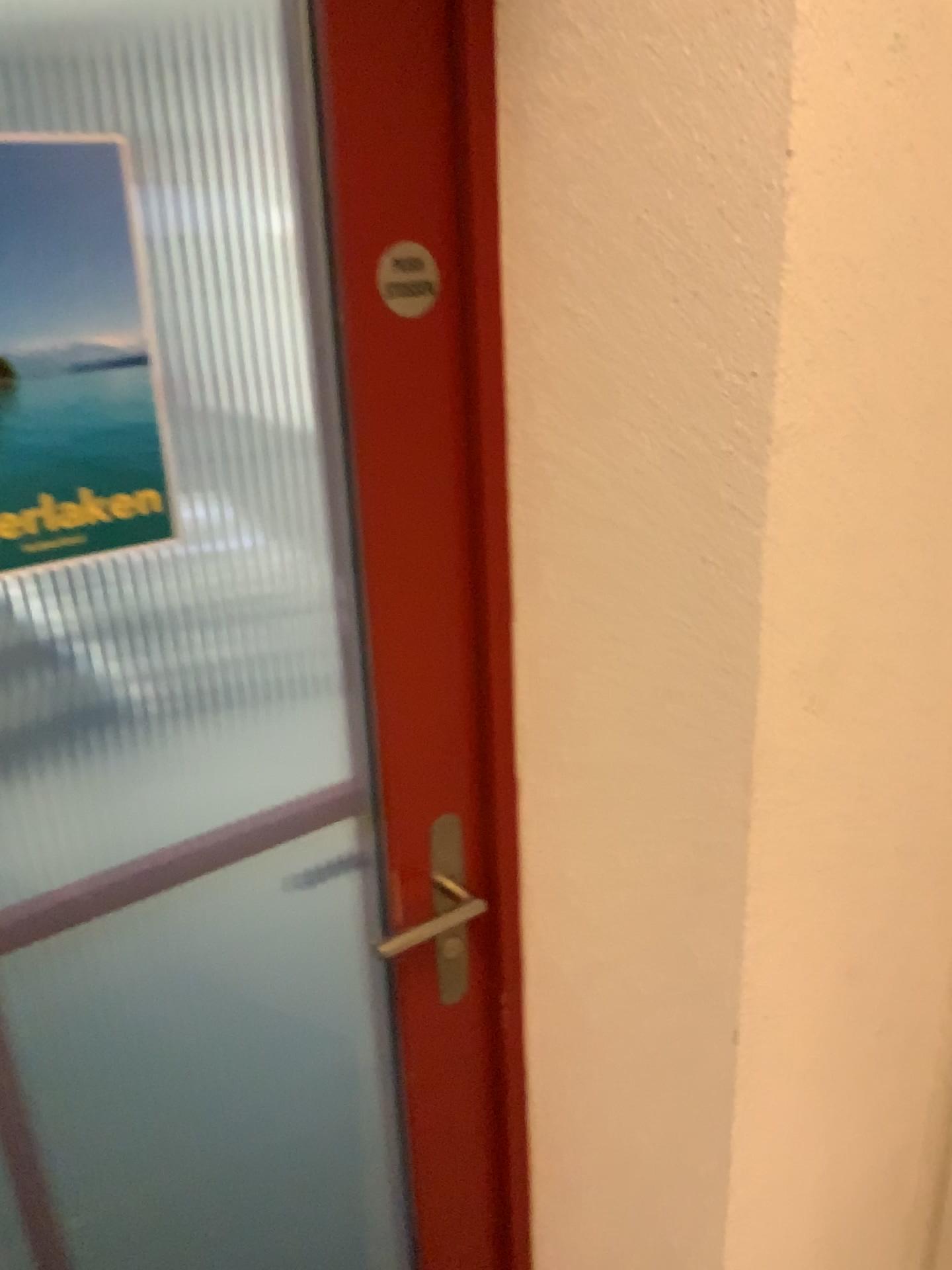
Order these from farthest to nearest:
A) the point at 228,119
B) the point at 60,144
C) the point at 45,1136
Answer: the point at 228,119
the point at 45,1136
the point at 60,144

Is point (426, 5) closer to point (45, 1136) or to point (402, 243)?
point (402, 243)

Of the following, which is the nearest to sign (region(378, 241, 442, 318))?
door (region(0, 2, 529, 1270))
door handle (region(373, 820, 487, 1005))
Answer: door (region(0, 2, 529, 1270))

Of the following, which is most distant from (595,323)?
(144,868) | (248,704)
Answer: (248,704)

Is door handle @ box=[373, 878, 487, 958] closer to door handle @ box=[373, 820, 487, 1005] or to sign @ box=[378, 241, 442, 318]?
door handle @ box=[373, 820, 487, 1005]

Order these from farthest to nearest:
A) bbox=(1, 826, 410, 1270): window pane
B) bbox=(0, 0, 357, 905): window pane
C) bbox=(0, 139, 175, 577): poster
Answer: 1. bbox=(0, 0, 357, 905): window pane
2. bbox=(1, 826, 410, 1270): window pane
3. bbox=(0, 139, 175, 577): poster

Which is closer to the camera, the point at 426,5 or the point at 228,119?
the point at 426,5

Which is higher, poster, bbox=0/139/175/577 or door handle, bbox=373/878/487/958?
poster, bbox=0/139/175/577

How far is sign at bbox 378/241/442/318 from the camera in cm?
89

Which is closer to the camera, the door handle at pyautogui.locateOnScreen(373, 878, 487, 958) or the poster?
the poster
